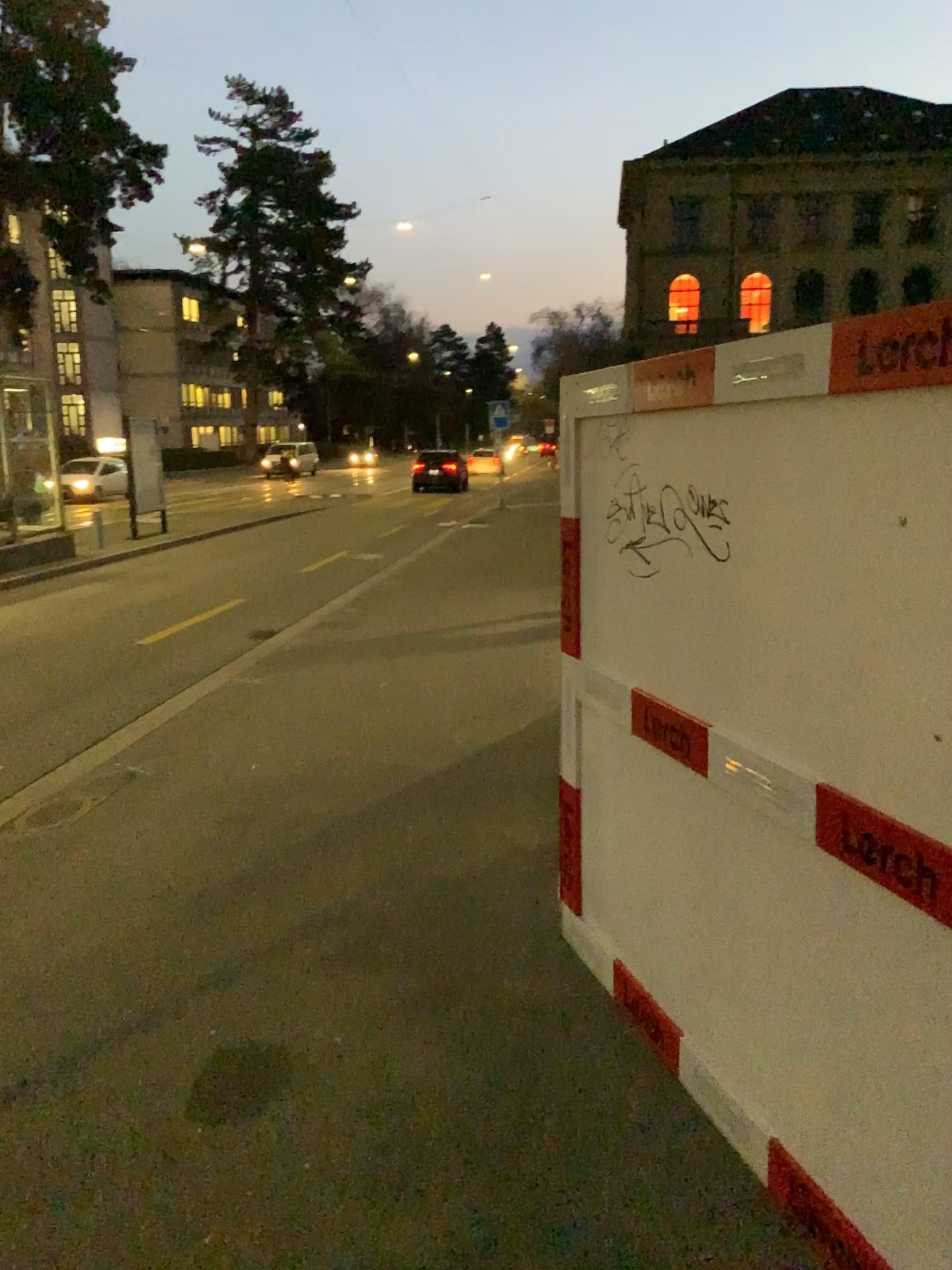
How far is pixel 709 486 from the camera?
2.80m
